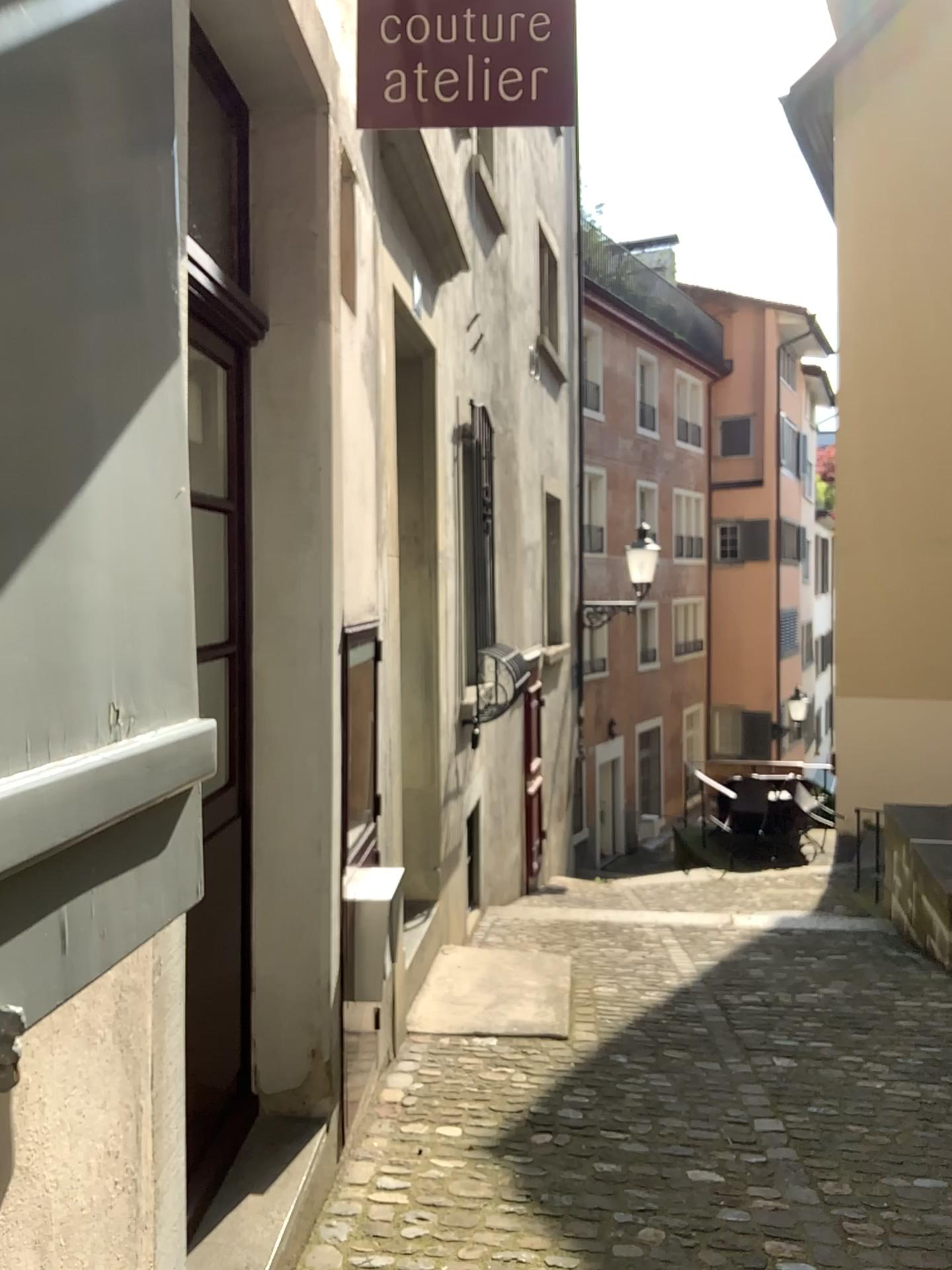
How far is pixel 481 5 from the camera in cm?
Answer: 218

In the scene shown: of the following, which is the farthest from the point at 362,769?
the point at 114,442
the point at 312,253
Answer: the point at 114,442

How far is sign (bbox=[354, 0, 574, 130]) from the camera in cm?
218
